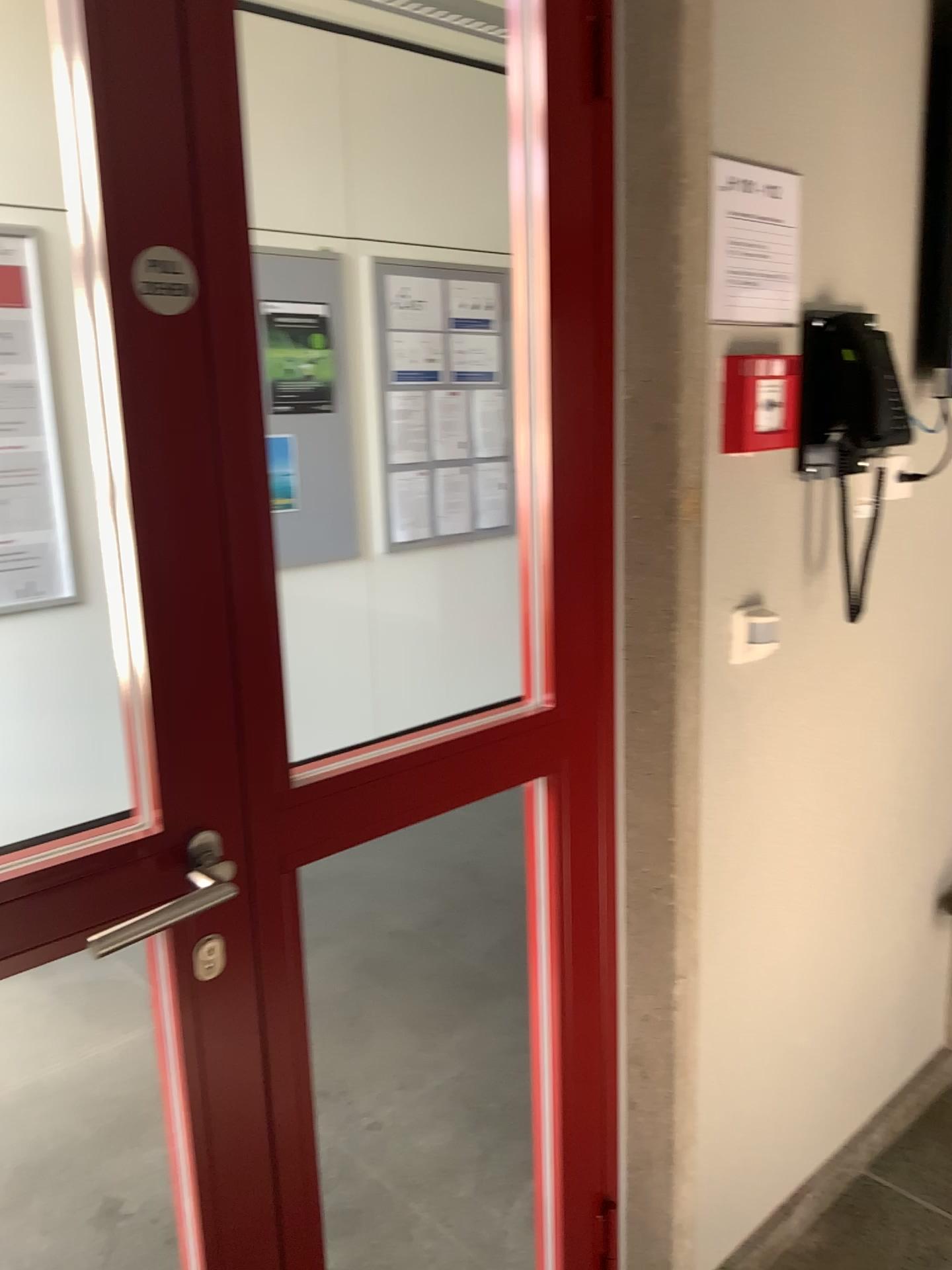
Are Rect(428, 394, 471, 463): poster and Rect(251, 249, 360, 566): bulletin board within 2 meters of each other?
yes

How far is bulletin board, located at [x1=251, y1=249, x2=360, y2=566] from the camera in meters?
4.1 m

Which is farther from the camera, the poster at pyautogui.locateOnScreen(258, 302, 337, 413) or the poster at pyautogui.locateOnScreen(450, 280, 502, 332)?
the poster at pyautogui.locateOnScreen(450, 280, 502, 332)

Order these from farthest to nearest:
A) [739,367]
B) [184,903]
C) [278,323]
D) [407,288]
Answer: [407,288], [278,323], [739,367], [184,903]

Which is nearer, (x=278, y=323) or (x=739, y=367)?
(x=739, y=367)

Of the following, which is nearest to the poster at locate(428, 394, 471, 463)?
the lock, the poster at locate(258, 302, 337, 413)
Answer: the poster at locate(258, 302, 337, 413)

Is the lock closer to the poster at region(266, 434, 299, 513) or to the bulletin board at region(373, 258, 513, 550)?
the poster at region(266, 434, 299, 513)

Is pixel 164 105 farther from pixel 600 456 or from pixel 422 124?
pixel 422 124

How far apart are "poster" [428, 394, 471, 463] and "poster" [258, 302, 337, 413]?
0.6m

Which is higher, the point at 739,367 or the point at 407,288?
the point at 407,288
